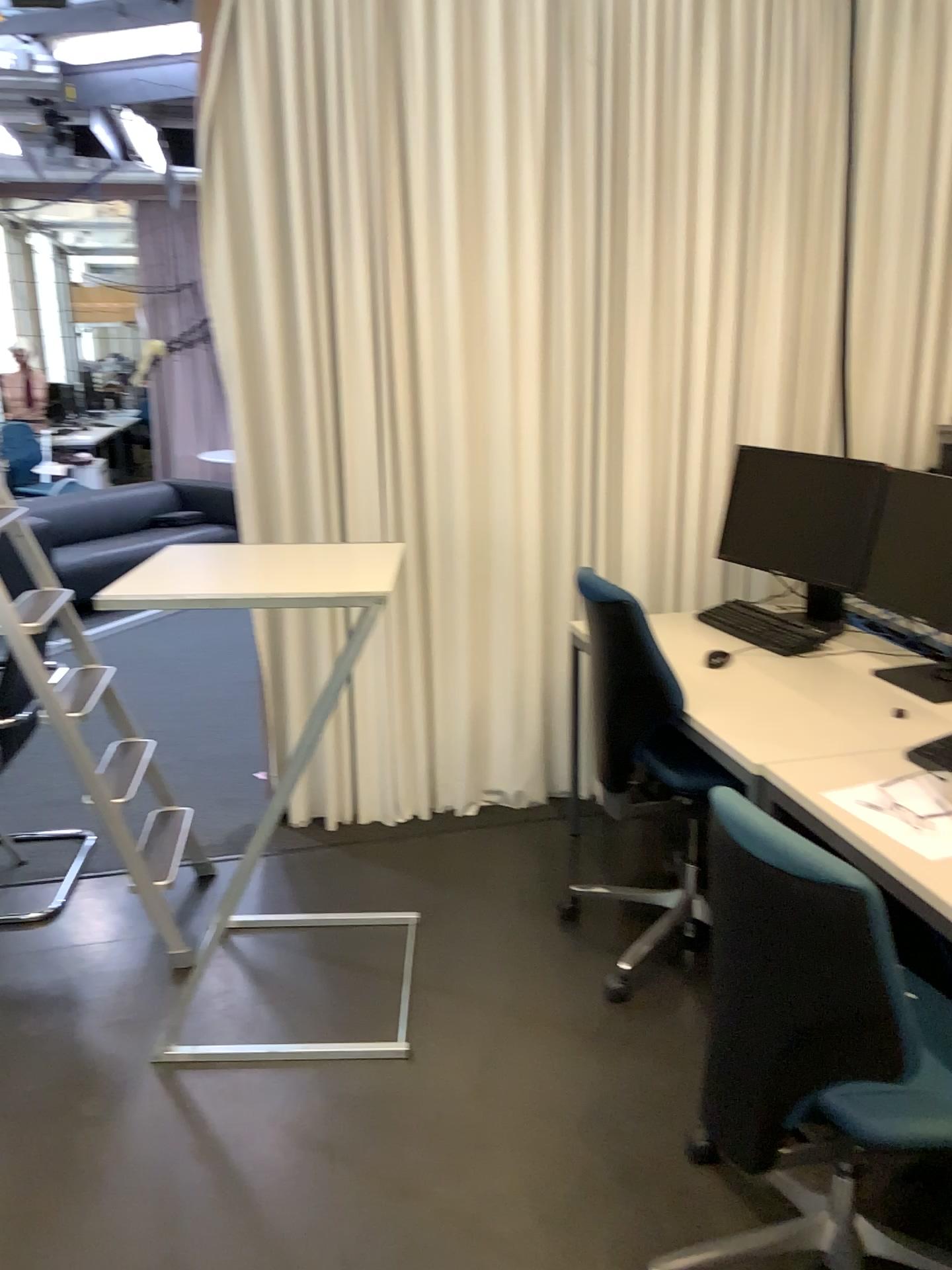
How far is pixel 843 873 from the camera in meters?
1.4 m

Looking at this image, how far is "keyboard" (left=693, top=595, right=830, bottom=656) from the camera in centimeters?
297cm

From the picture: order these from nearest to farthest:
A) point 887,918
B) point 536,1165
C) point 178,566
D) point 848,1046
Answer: point 848,1046 < point 887,918 < point 536,1165 < point 178,566

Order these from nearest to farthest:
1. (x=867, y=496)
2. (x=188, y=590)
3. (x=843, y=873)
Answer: (x=843, y=873) → (x=188, y=590) → (x=867, y=496)

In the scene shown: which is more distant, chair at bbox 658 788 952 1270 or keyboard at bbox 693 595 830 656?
keyboard at bbox 693 595 830 656

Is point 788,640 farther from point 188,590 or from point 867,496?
point 188,590

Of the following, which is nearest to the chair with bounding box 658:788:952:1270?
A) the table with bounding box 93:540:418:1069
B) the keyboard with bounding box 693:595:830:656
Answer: the table with bounding box 93:540:418:1069

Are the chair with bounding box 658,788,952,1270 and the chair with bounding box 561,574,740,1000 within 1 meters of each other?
yes

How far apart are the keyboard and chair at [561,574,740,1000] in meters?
0.5

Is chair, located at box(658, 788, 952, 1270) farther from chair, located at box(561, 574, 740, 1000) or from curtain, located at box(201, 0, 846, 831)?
curtain, located at box(201, 0, 846, 831)
